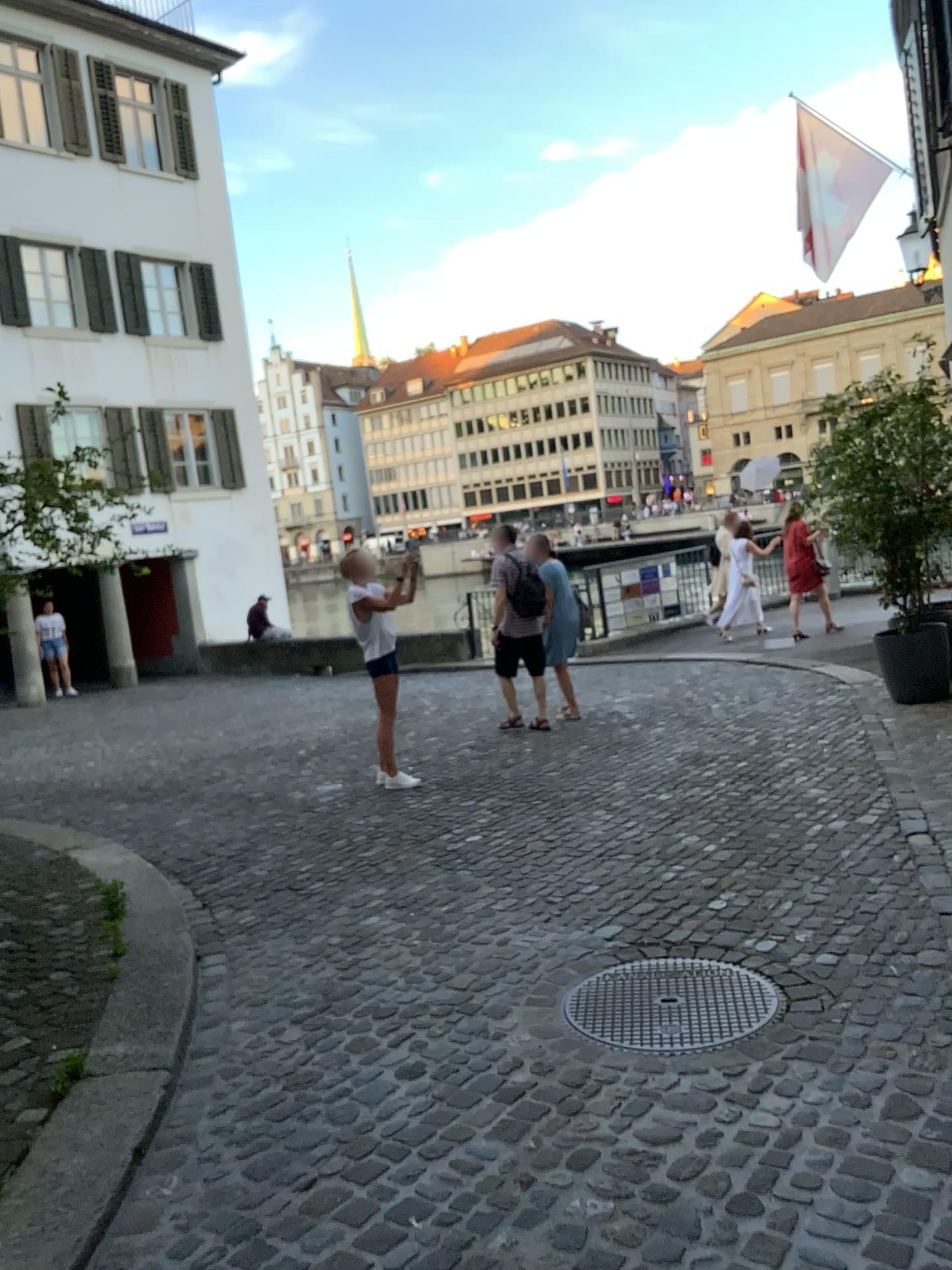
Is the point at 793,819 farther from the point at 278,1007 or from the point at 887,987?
the point at 278,1007
